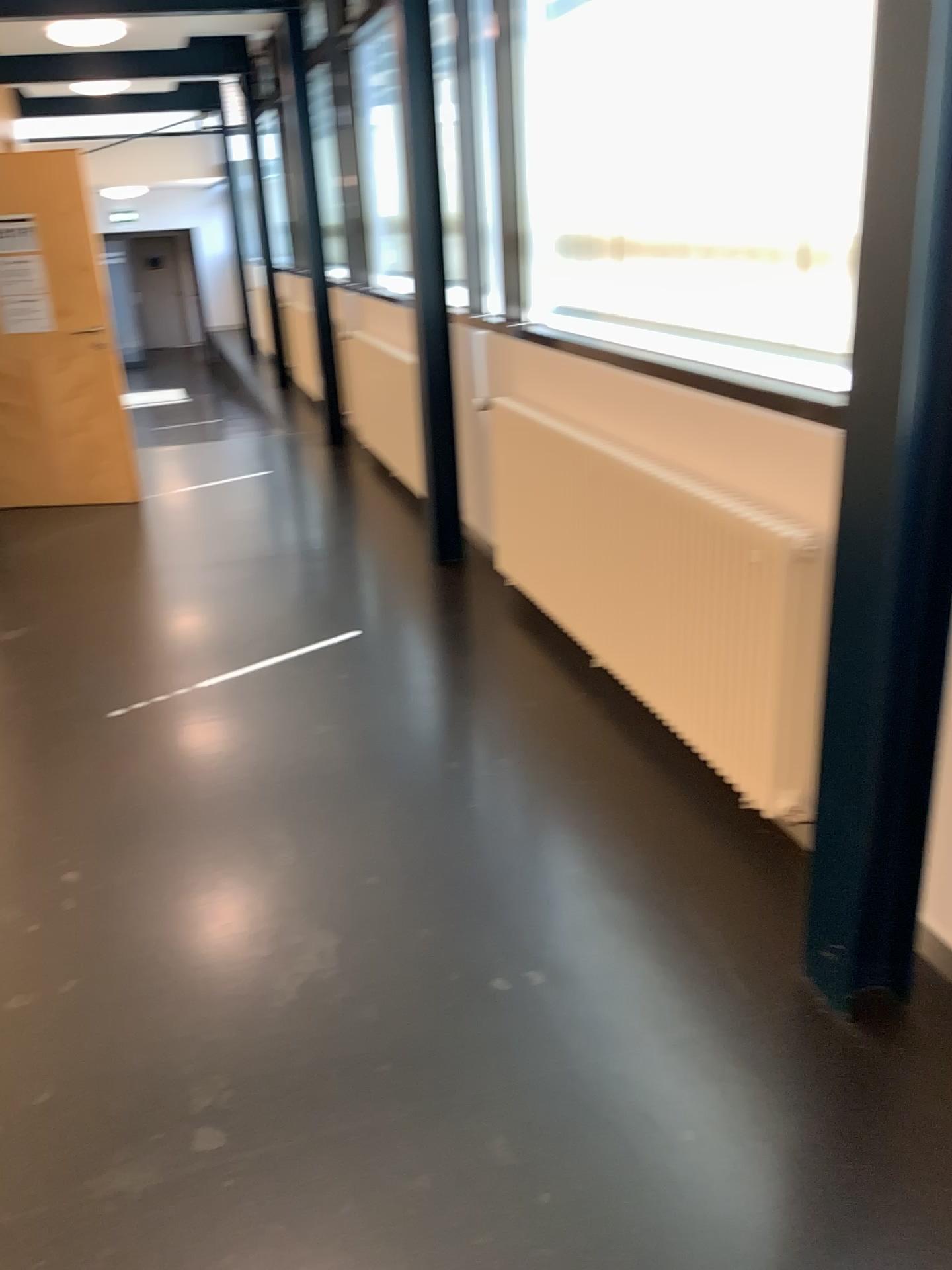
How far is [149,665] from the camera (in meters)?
4.03
